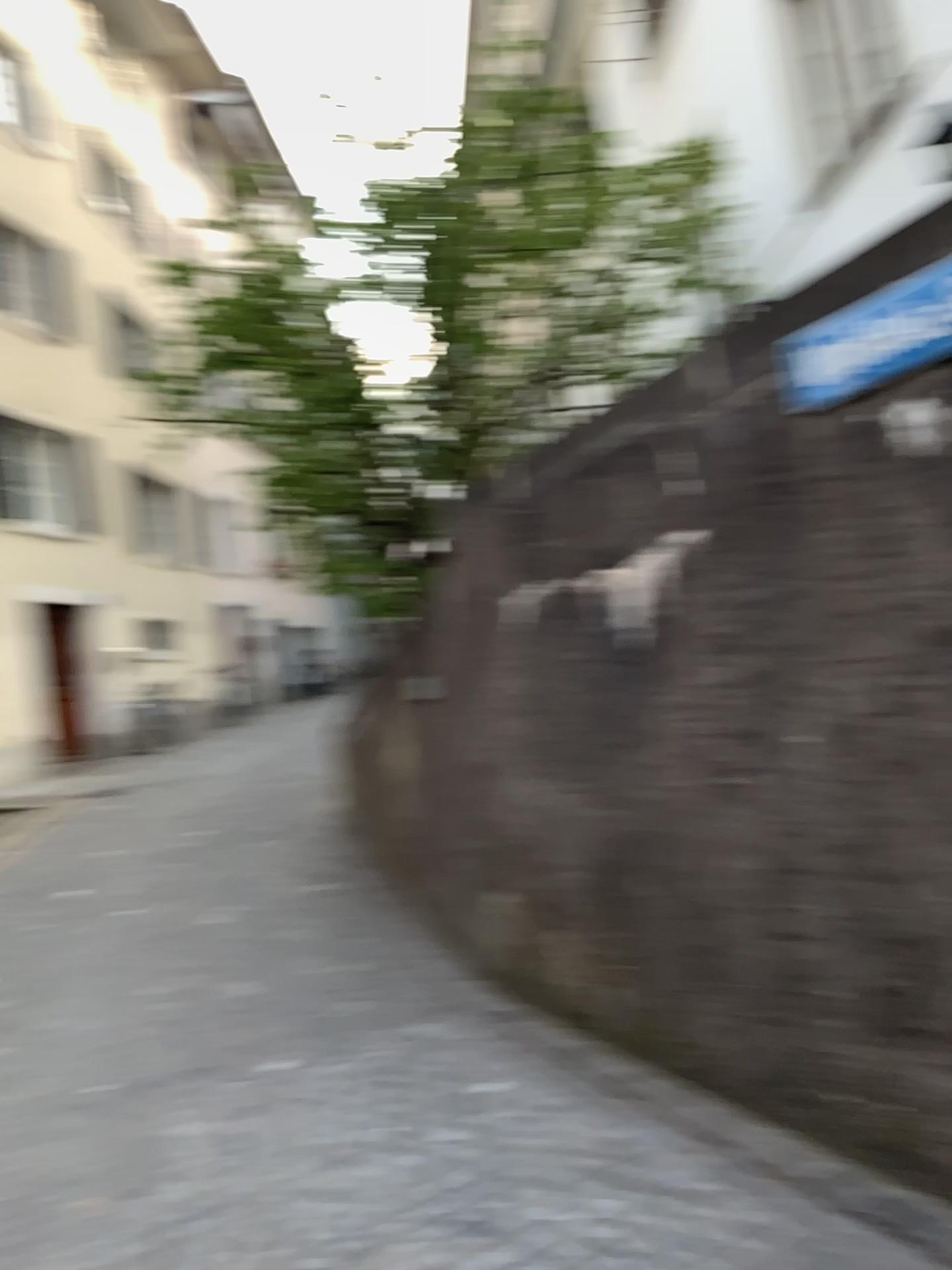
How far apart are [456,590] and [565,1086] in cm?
202
